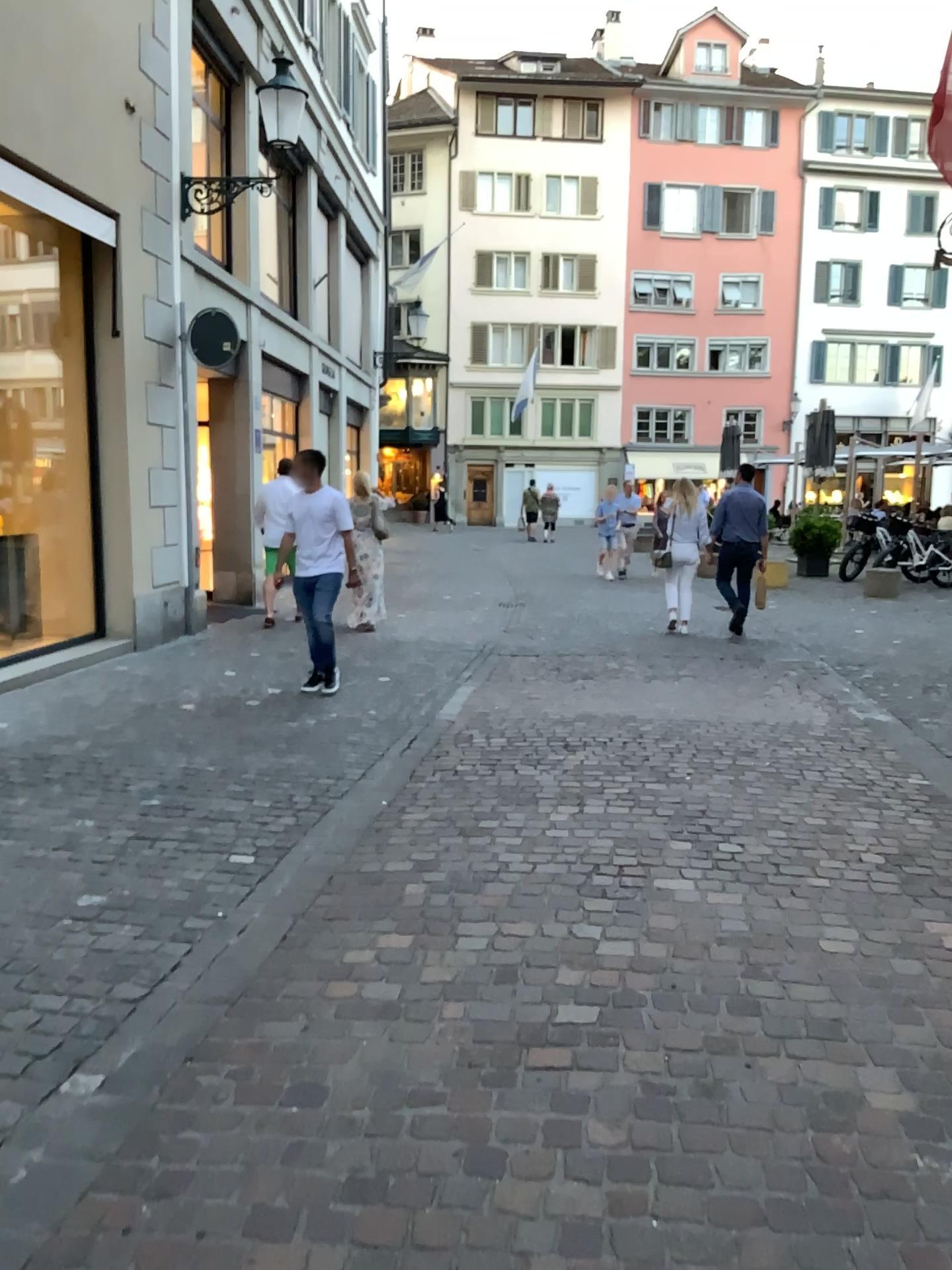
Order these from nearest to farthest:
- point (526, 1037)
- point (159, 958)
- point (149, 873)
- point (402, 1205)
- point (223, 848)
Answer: point (402, 1205)
point (526, 1037)
point (159, 958)
point (149, 873)
point (223, 848)
